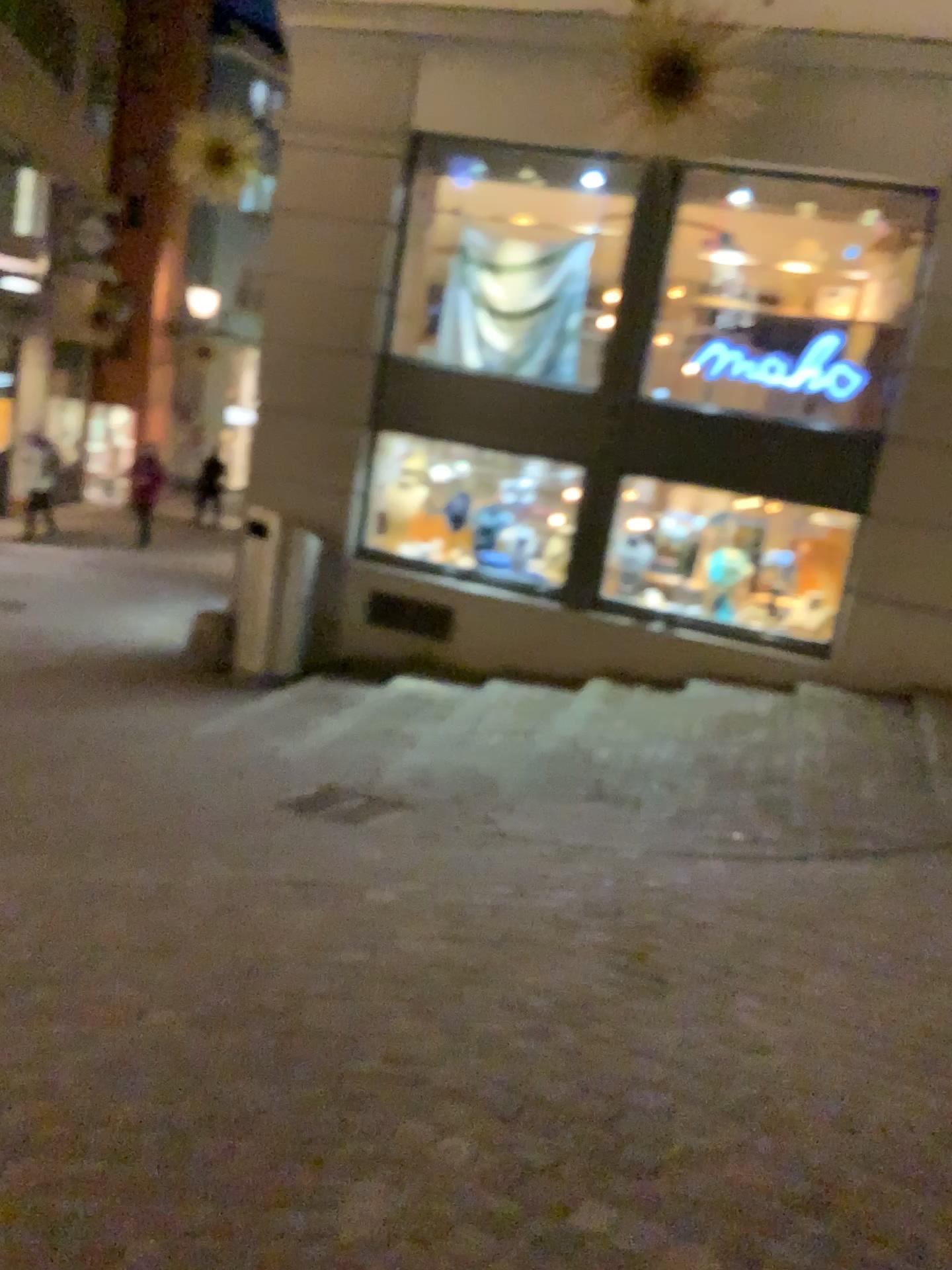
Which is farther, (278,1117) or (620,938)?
(620,938)
